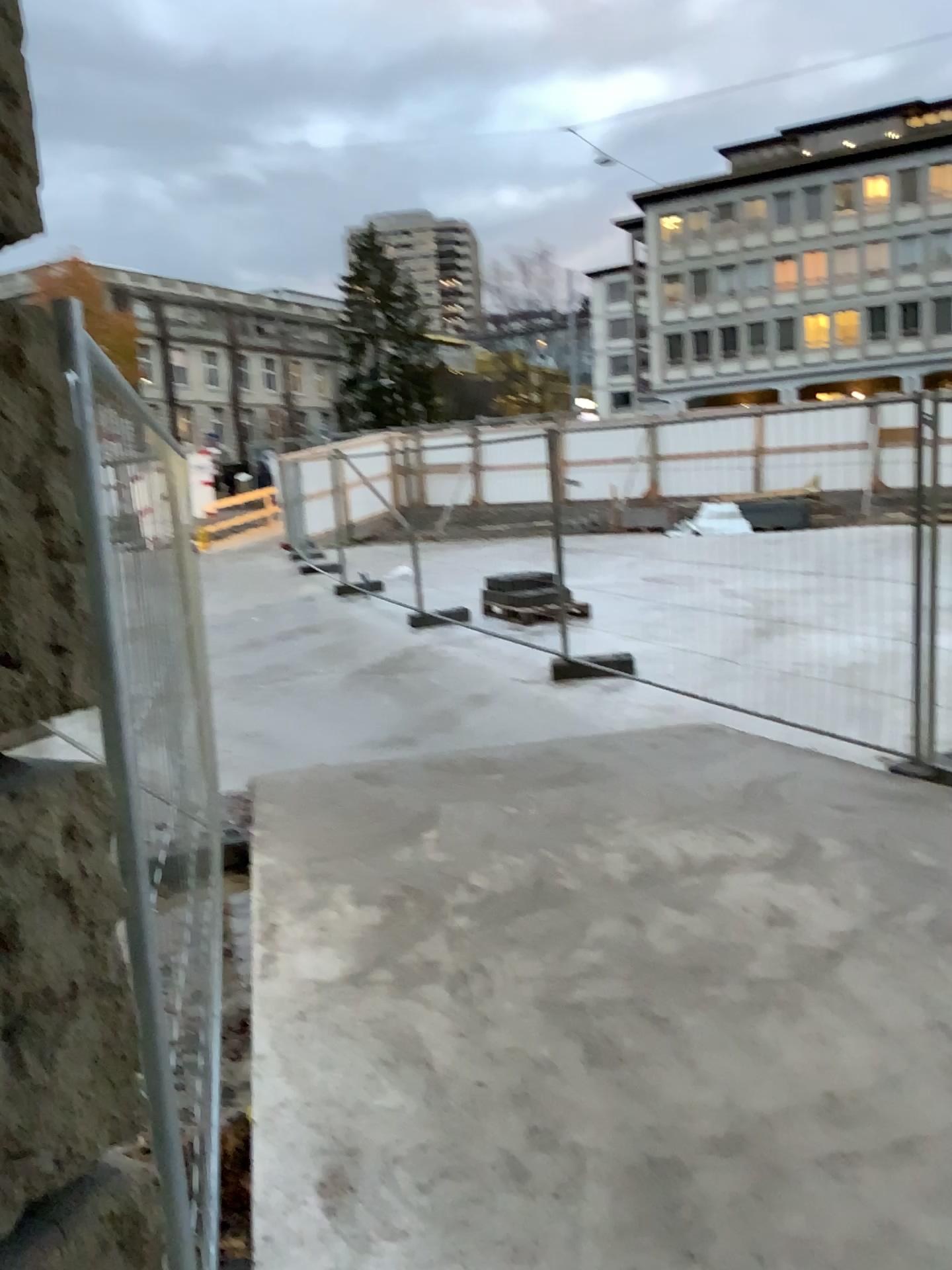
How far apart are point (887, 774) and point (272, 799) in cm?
307
